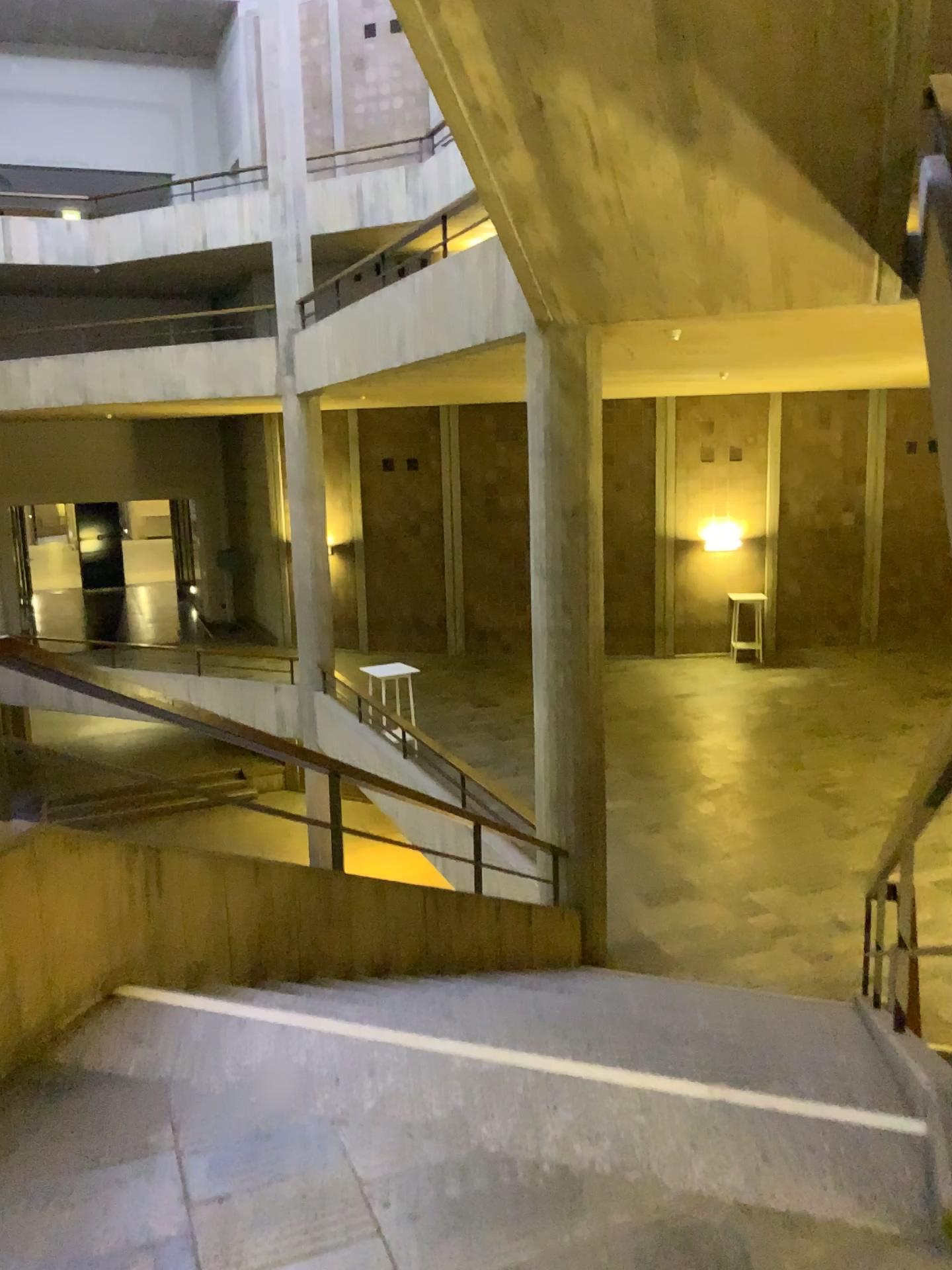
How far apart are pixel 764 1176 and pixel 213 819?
1.96m
